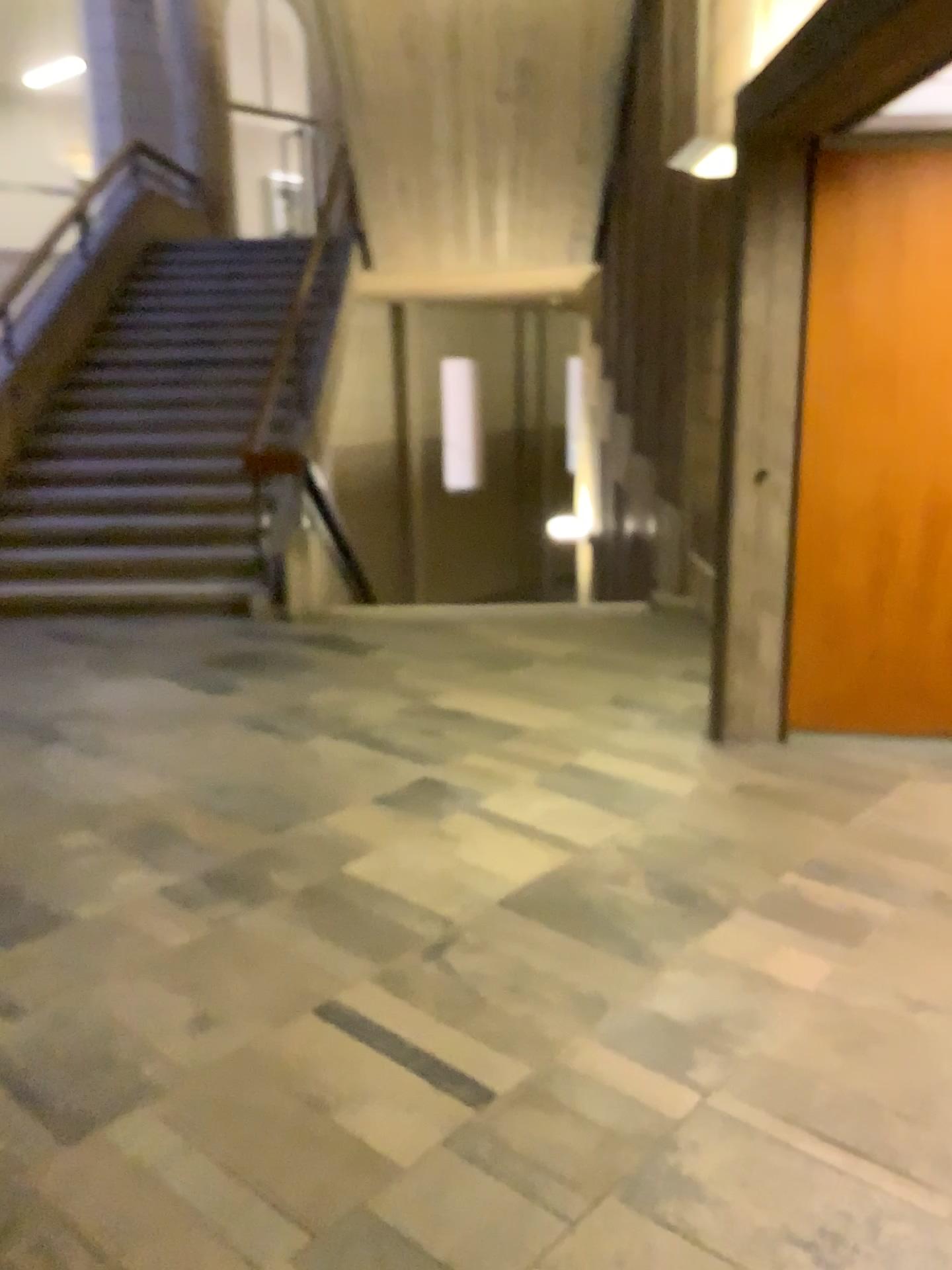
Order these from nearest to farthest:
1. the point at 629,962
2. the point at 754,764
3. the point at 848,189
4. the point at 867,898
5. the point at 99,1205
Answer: the point at 99,1205 → the point at 629,962 → the point at 867,898 → the point at 848,189 → the point at 754,764
